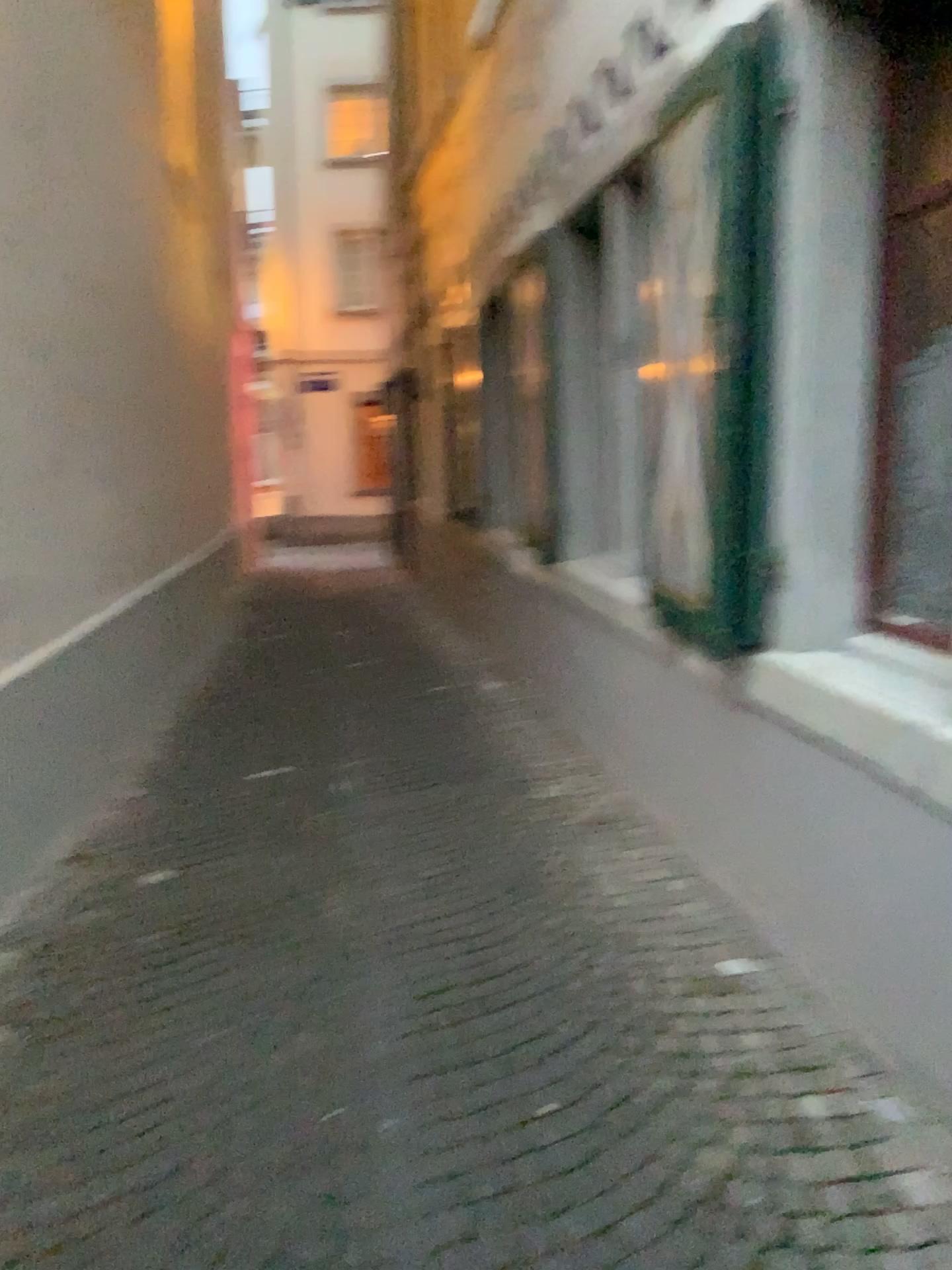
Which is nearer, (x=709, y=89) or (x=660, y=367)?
(x=709, y=89)

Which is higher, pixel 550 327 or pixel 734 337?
pixel 550 327

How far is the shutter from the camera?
2.48m

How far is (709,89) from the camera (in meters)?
2.48

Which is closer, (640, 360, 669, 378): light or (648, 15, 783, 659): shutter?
(648, 15, 783, 659): shutter

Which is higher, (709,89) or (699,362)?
(709,89)
